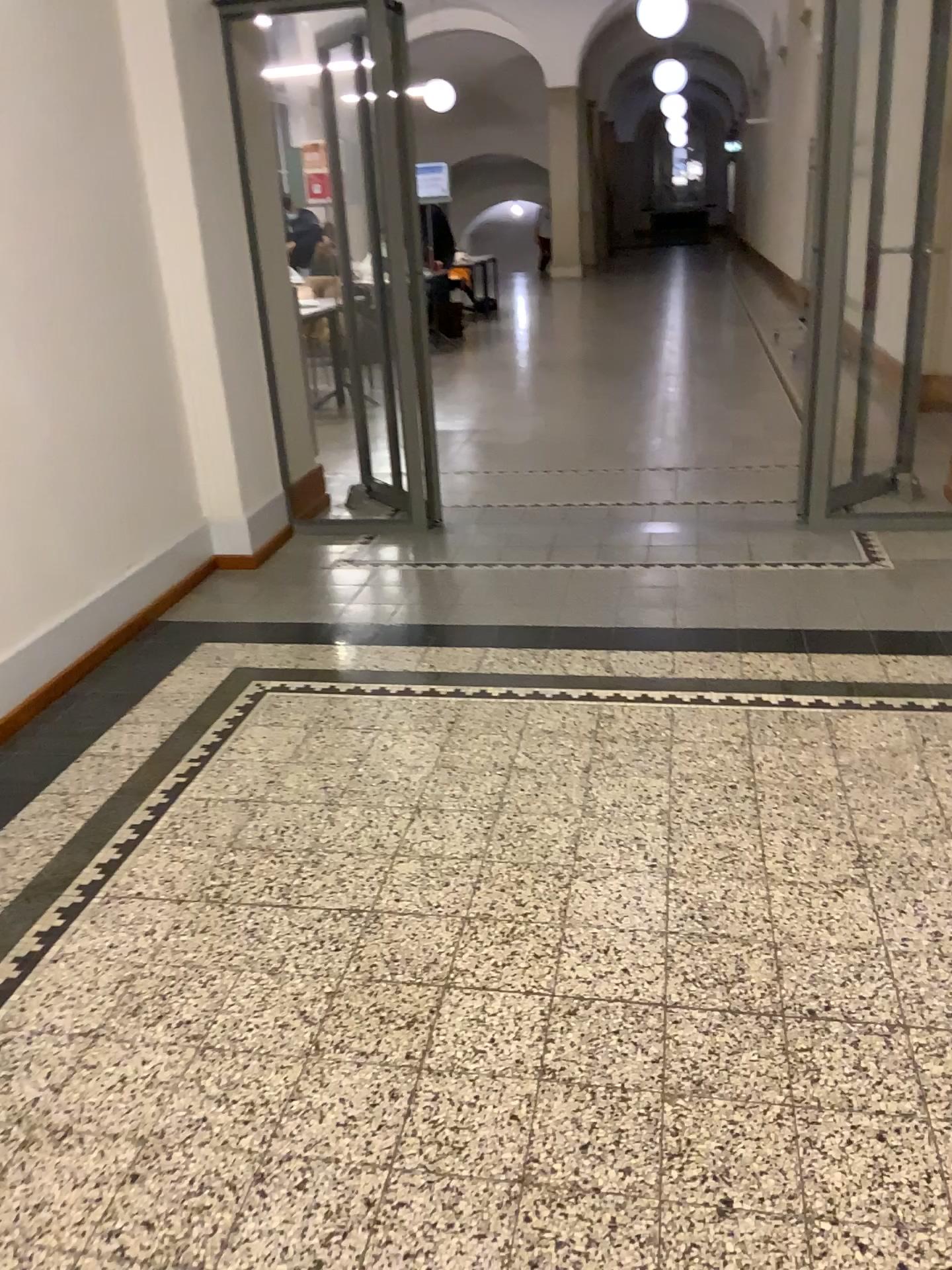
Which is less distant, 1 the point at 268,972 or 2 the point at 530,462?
1 the point at 268,972
